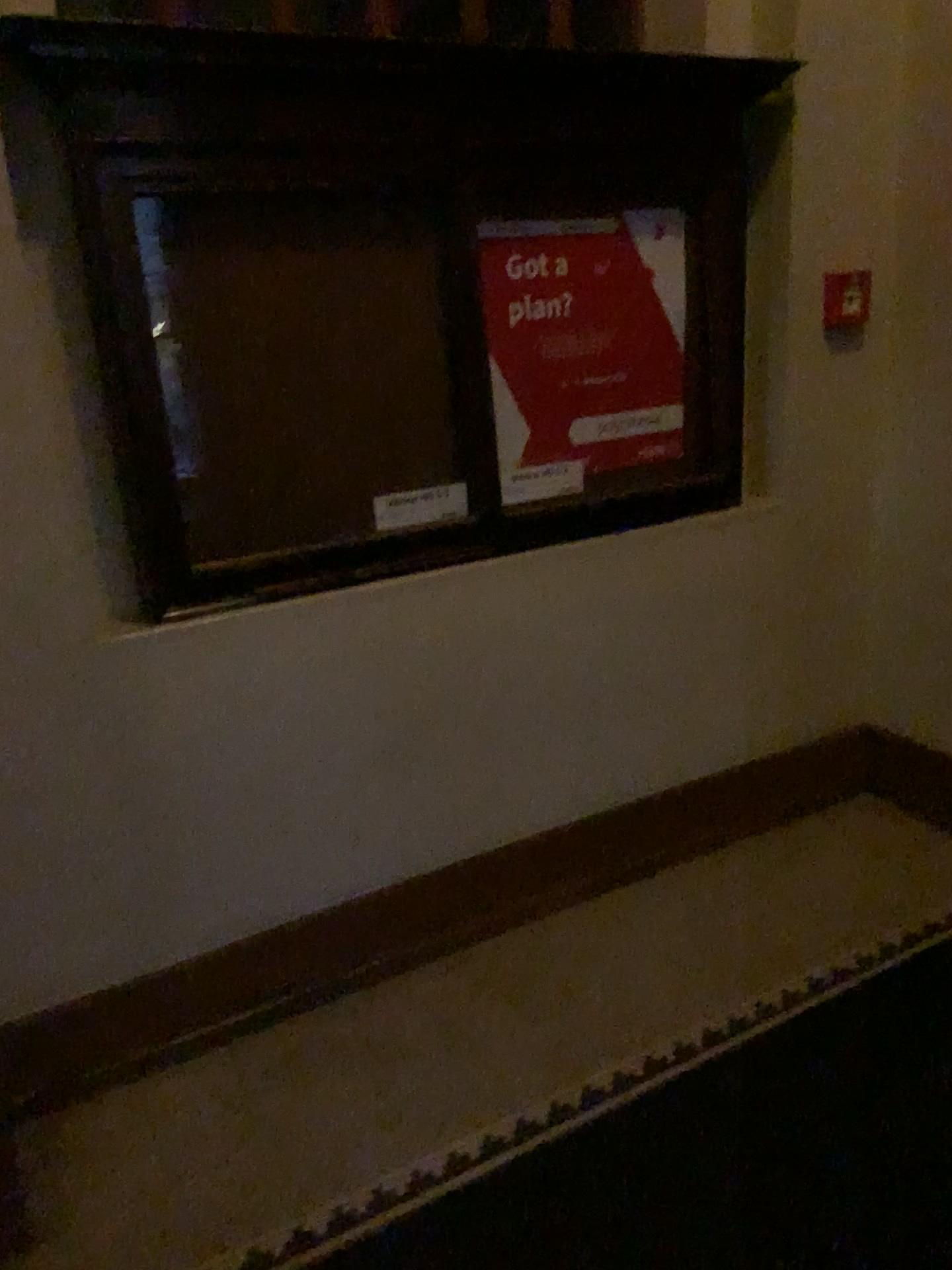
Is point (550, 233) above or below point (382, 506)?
above

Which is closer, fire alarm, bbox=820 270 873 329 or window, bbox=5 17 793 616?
window, bbox=5 17 793 616

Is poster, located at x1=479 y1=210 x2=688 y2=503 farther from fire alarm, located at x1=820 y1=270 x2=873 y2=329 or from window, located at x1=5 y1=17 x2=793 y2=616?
fire alarm, located at x1=820 y1=270 x2=873 y2=329

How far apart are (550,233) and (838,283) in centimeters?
87cm

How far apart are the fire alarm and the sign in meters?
1.2 m

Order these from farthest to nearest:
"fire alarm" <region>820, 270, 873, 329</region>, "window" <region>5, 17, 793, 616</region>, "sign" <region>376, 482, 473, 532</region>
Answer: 1. "fire alarm" <region>820, 270, 873, 329</region>
2. "sign" <region>376, 482, 473, 532</region>
3. "window" <region>5, 17, 793, 616</region>

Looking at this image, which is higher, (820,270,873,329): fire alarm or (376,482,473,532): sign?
(820,270,873,329): fire alarm

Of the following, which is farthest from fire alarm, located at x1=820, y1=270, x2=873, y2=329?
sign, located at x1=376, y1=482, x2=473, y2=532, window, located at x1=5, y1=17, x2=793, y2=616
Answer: sign, located at x1=376, y1=482, x2=473, y2=532

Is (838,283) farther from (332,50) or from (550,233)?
(332,50)

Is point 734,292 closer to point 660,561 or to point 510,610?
point 660,561
